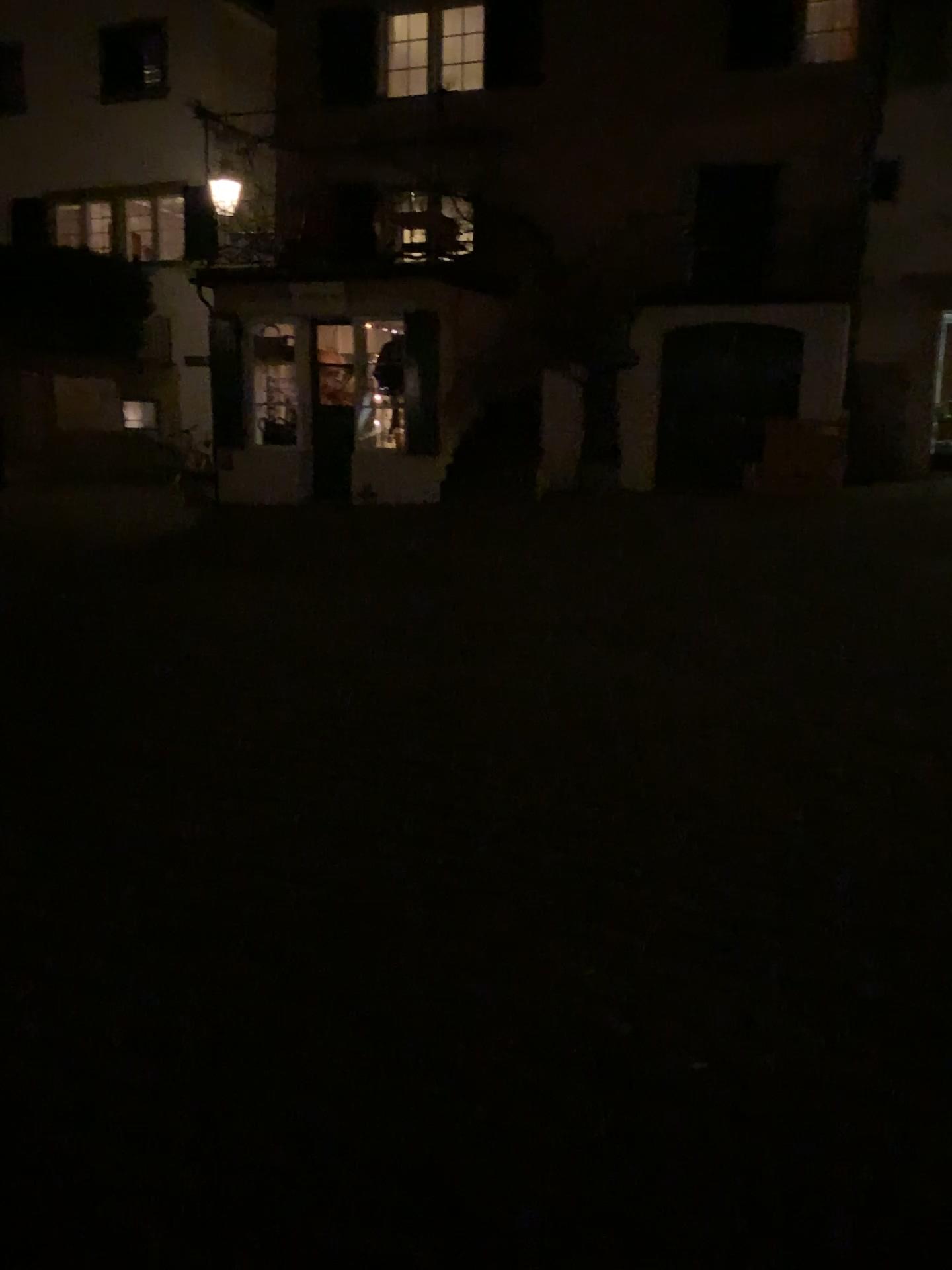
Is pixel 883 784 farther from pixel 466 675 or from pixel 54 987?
pixel 54 987
